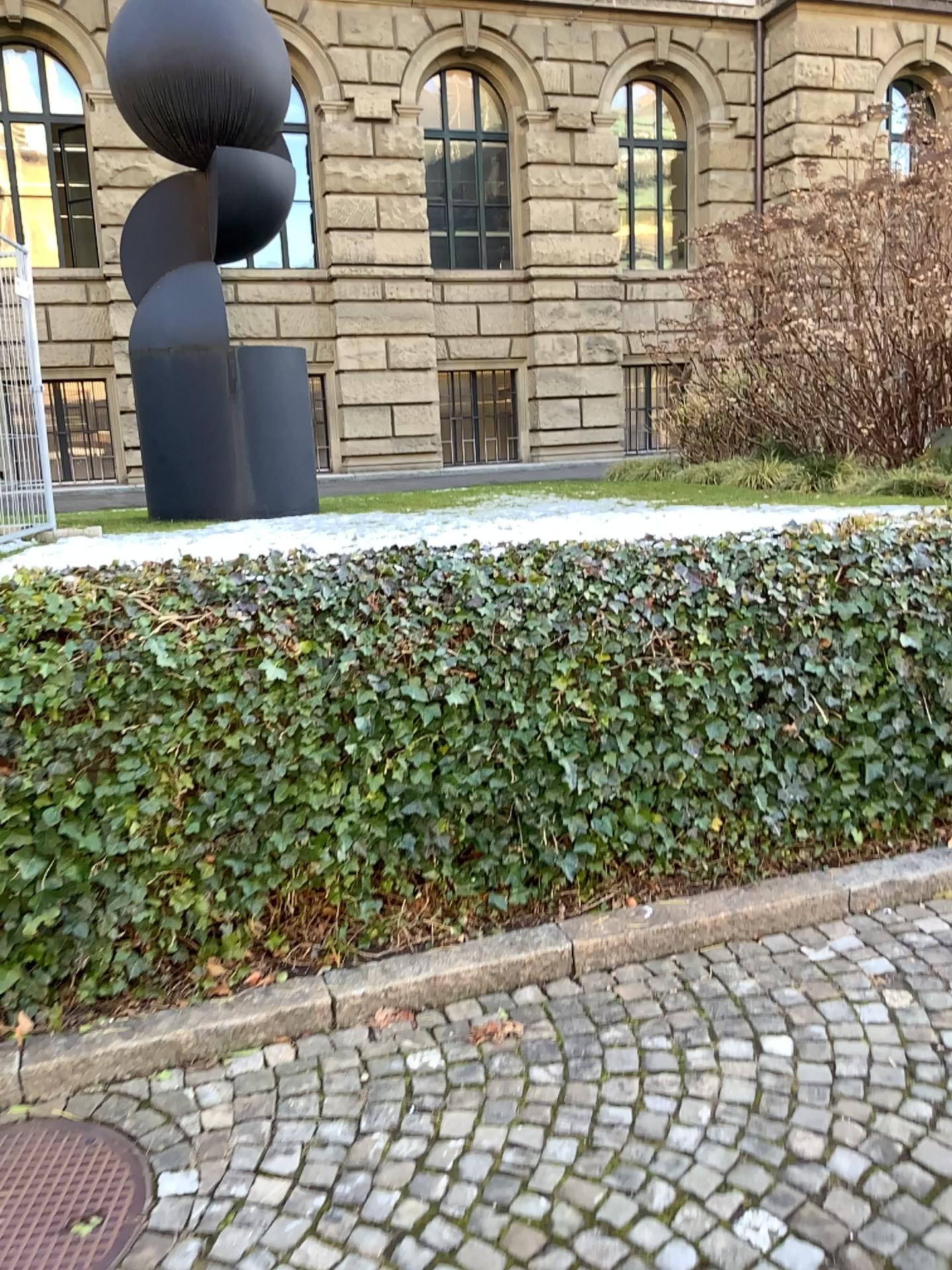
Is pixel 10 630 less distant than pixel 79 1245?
No

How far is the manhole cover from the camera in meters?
2.2 m

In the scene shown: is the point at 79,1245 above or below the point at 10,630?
below

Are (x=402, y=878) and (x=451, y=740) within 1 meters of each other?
yes

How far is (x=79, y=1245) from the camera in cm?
221

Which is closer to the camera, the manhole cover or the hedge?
the manhole cover
